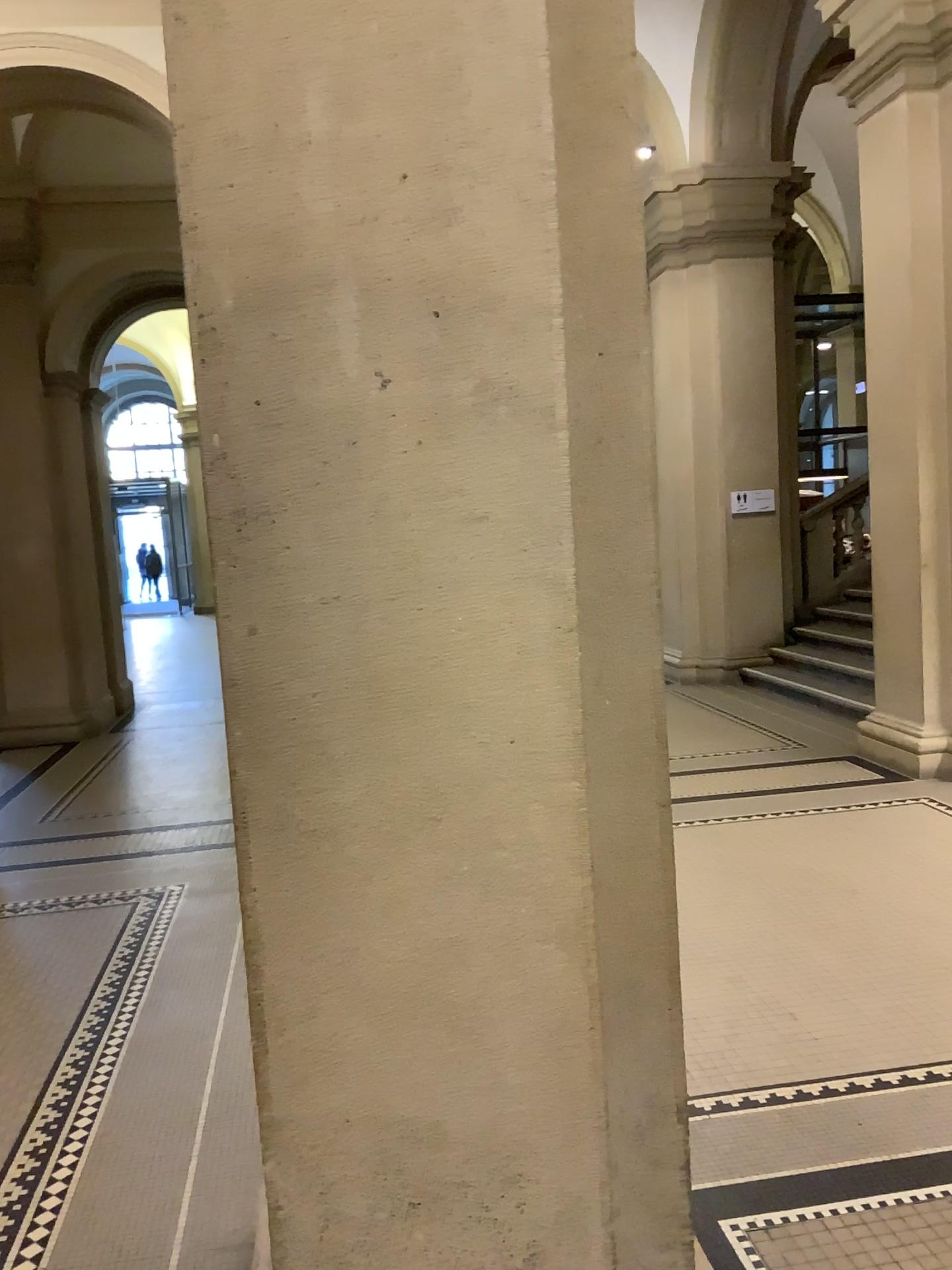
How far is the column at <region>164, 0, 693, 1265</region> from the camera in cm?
150

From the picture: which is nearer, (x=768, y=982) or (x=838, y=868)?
(x=768, y=982)

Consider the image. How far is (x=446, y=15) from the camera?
1.5 meters
